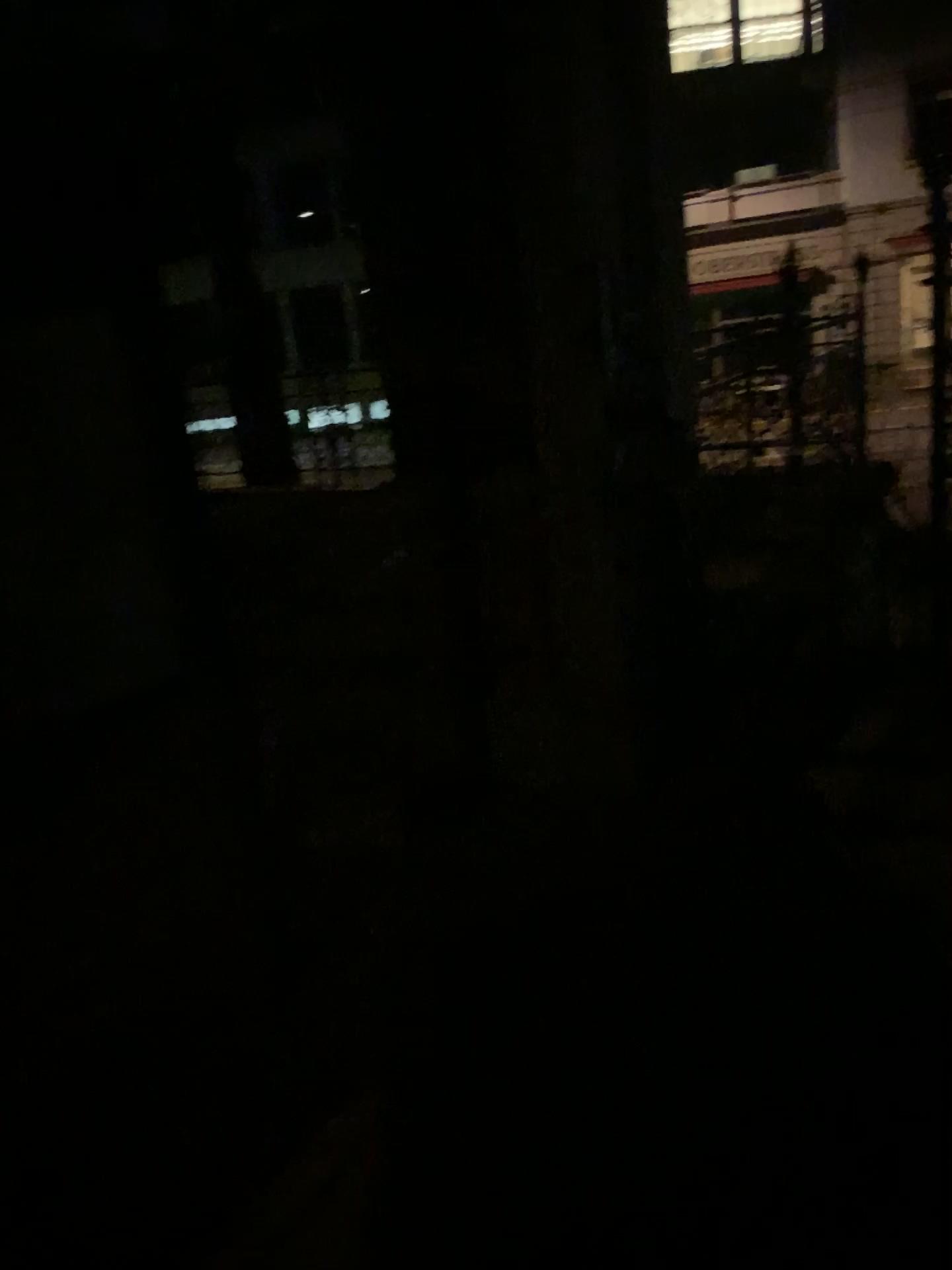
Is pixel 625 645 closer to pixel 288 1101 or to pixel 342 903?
pixel 342 903
